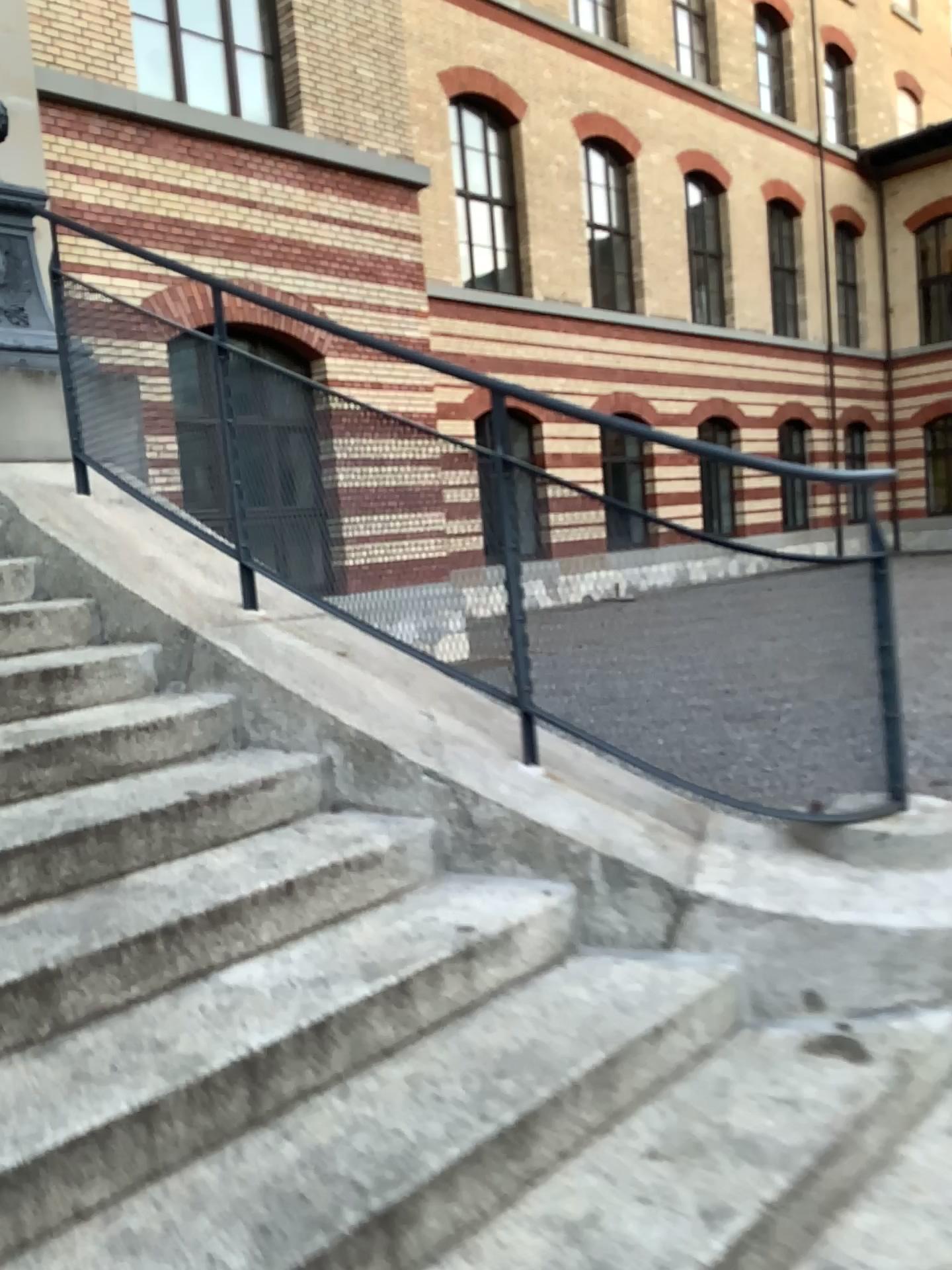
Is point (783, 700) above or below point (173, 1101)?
above
